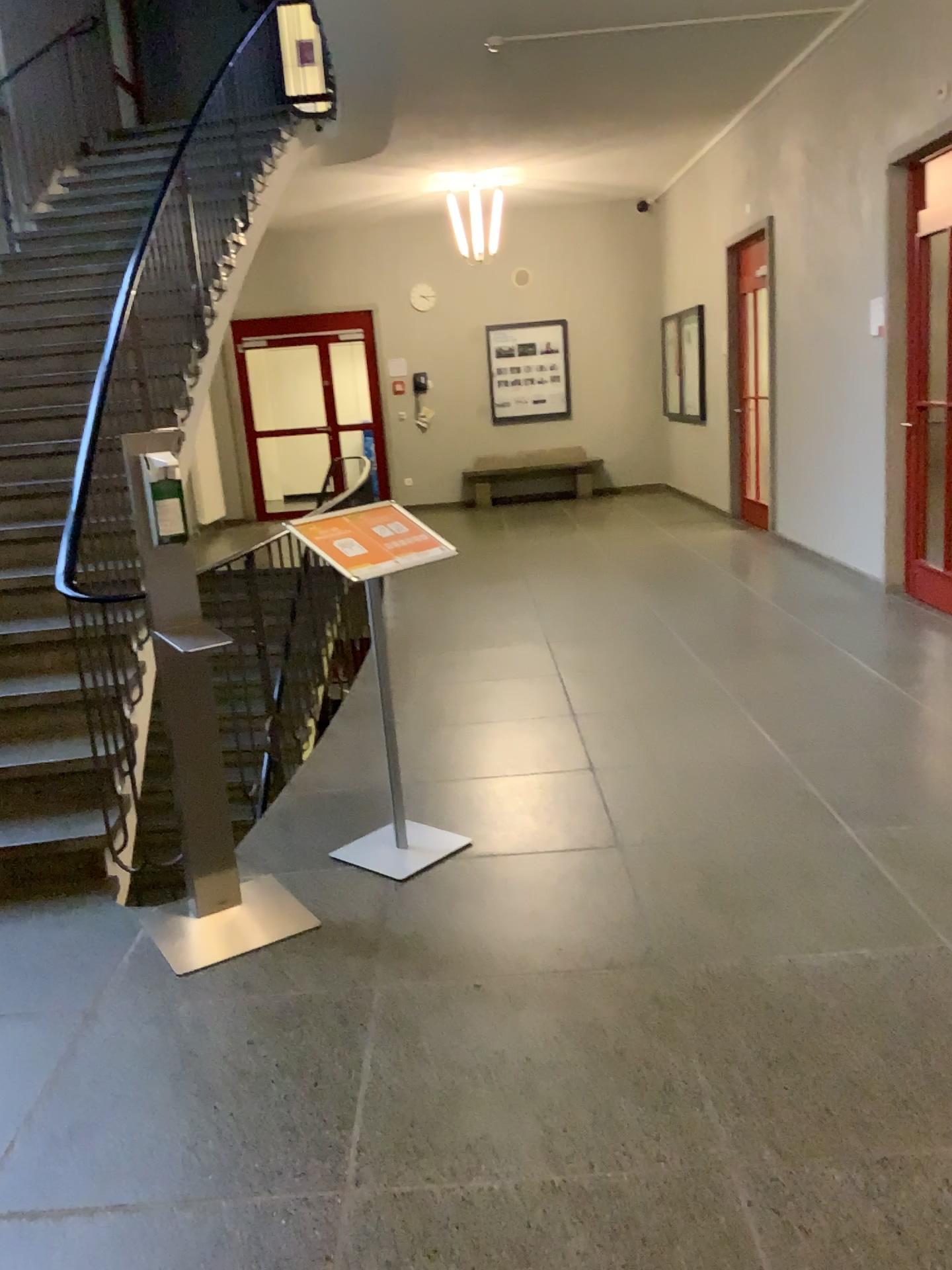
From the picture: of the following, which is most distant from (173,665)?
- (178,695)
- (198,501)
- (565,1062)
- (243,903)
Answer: (565,1062)
